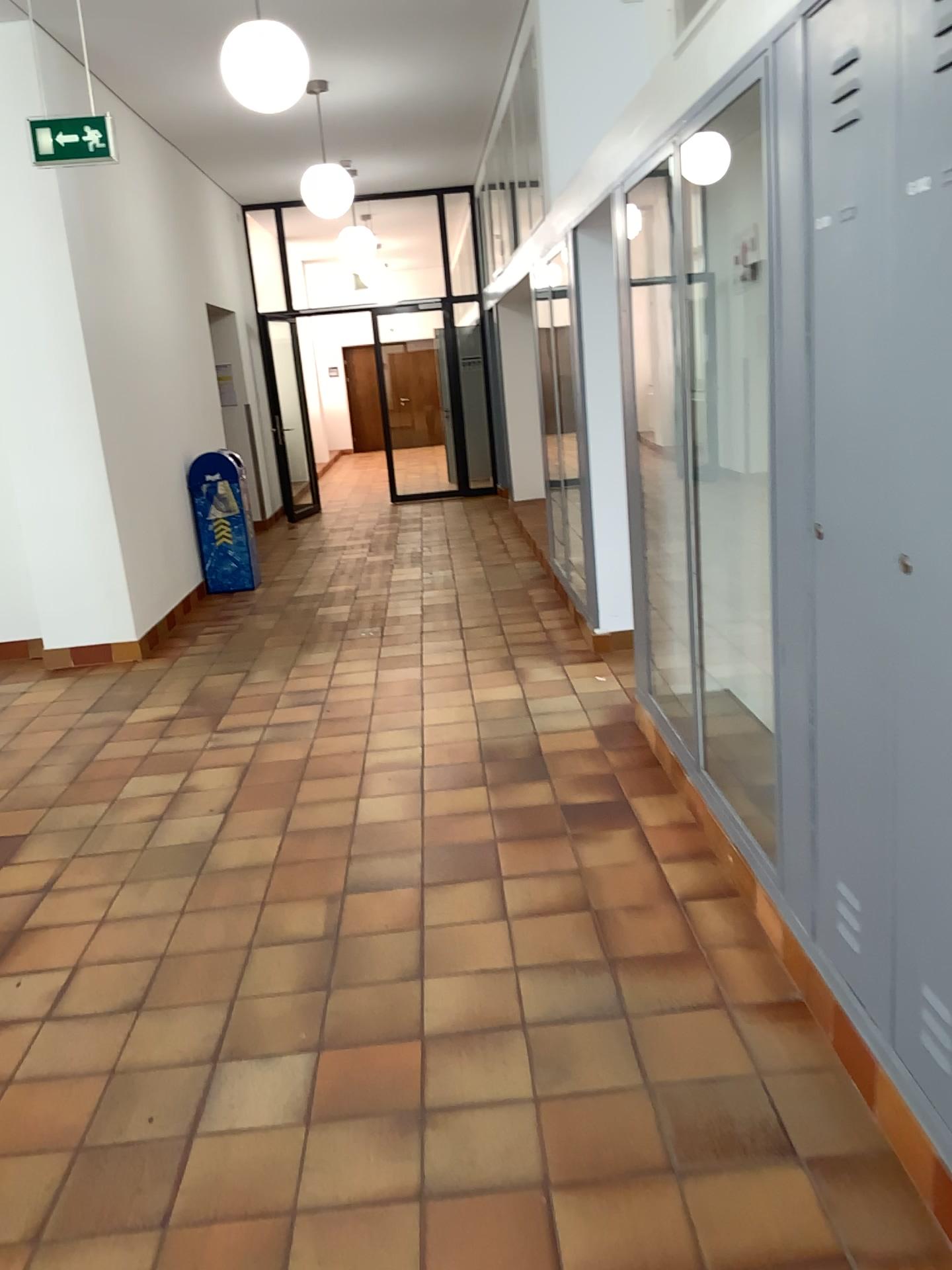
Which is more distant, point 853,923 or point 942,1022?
point 853,923

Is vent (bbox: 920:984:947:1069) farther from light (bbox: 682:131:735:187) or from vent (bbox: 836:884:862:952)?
light (bbox: 682:131:735:187)

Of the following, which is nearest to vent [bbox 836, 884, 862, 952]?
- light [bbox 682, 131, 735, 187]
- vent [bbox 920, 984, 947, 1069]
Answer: vent [bbox 920, 984, 947, 1069]

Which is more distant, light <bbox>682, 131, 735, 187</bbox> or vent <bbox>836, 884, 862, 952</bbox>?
light <bbox>682, 131, 735, 187</bbox>

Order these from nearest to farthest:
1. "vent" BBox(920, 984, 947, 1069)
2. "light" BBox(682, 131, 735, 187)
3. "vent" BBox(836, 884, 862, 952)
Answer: "vent" BBox(920, 984, 947, 1069) → "vent" BBox(836, 884, 862, 952) → "light" BBox(682, 131, 735, 187)

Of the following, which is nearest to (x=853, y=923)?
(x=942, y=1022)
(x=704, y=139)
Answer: A: (x=942, y=1022)

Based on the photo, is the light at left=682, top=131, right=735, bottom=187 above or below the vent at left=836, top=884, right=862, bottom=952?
above

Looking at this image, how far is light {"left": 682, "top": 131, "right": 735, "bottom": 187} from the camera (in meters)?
2.99

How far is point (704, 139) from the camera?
3.0 meters

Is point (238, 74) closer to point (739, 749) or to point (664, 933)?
point (739, 749)
